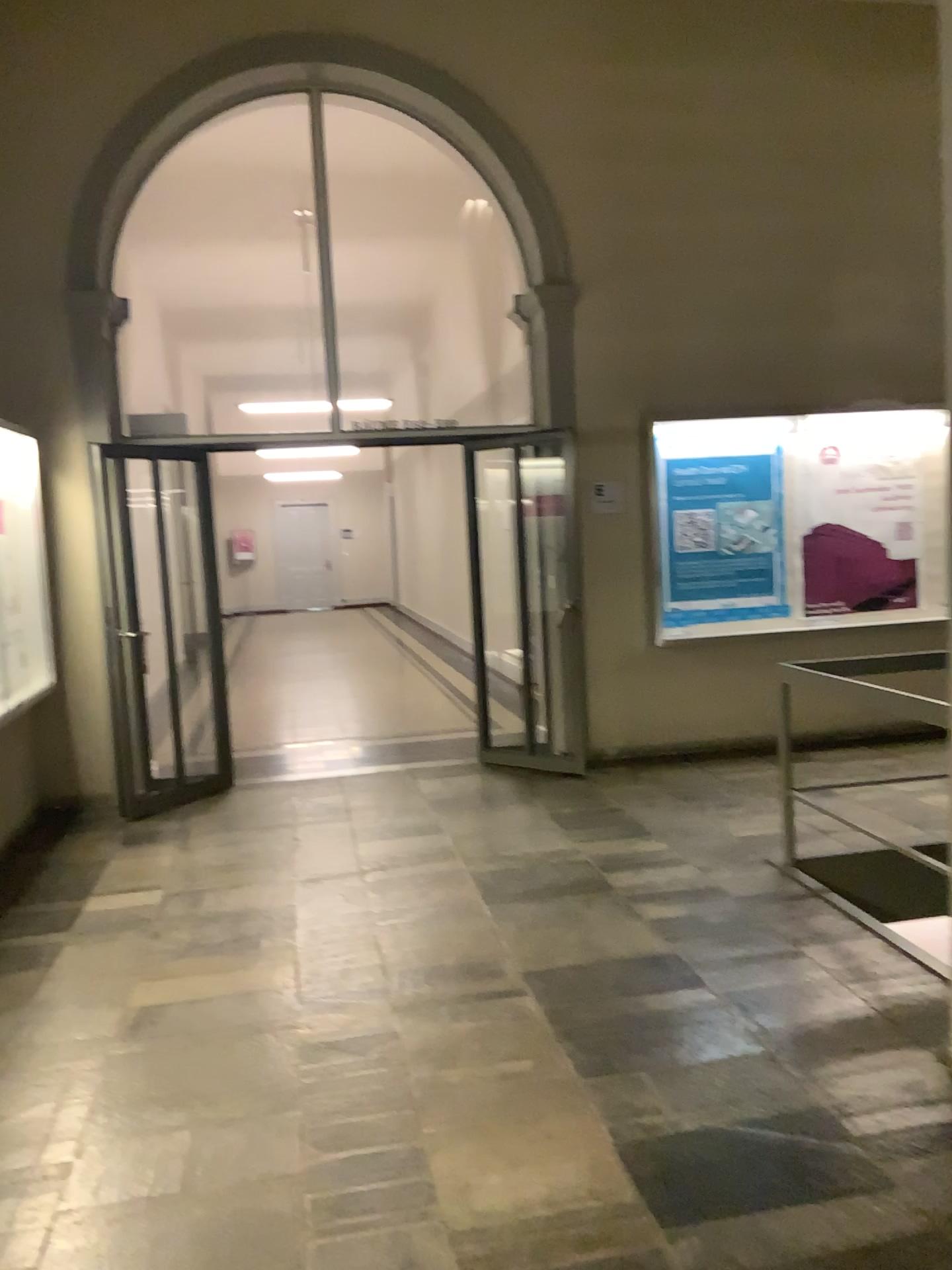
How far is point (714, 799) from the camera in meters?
5.7
